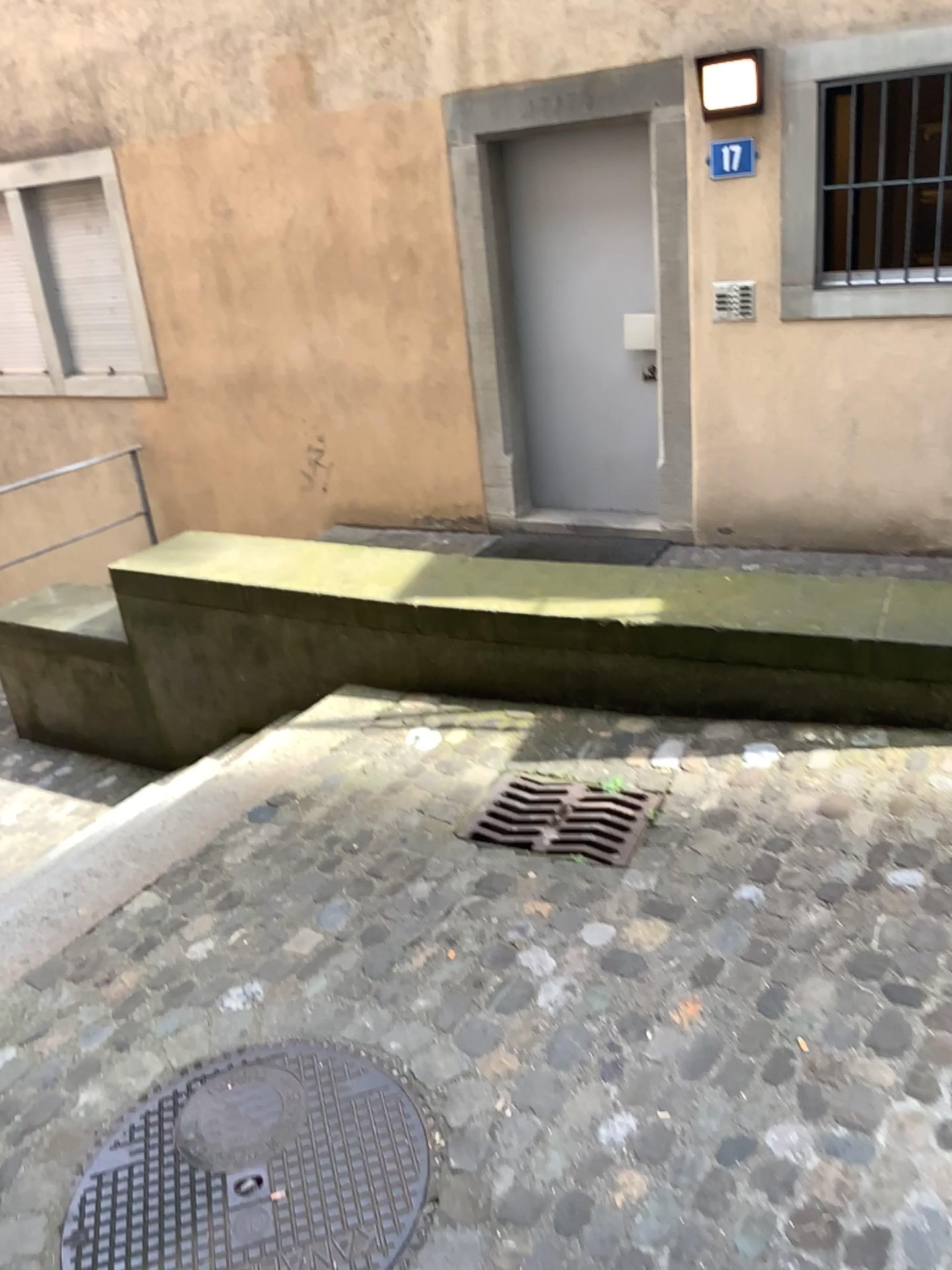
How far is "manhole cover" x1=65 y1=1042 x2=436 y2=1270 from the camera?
1.88m

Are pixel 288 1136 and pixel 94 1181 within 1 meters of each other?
yes

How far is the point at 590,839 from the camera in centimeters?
292cm

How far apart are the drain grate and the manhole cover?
0.85m

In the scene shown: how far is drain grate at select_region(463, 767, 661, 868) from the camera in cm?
292

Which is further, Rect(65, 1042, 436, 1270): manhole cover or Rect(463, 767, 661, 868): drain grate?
Rect(463, 767, 661, 868): drain grate

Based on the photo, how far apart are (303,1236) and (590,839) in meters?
1.3

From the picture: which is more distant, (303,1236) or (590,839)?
(590,839)
